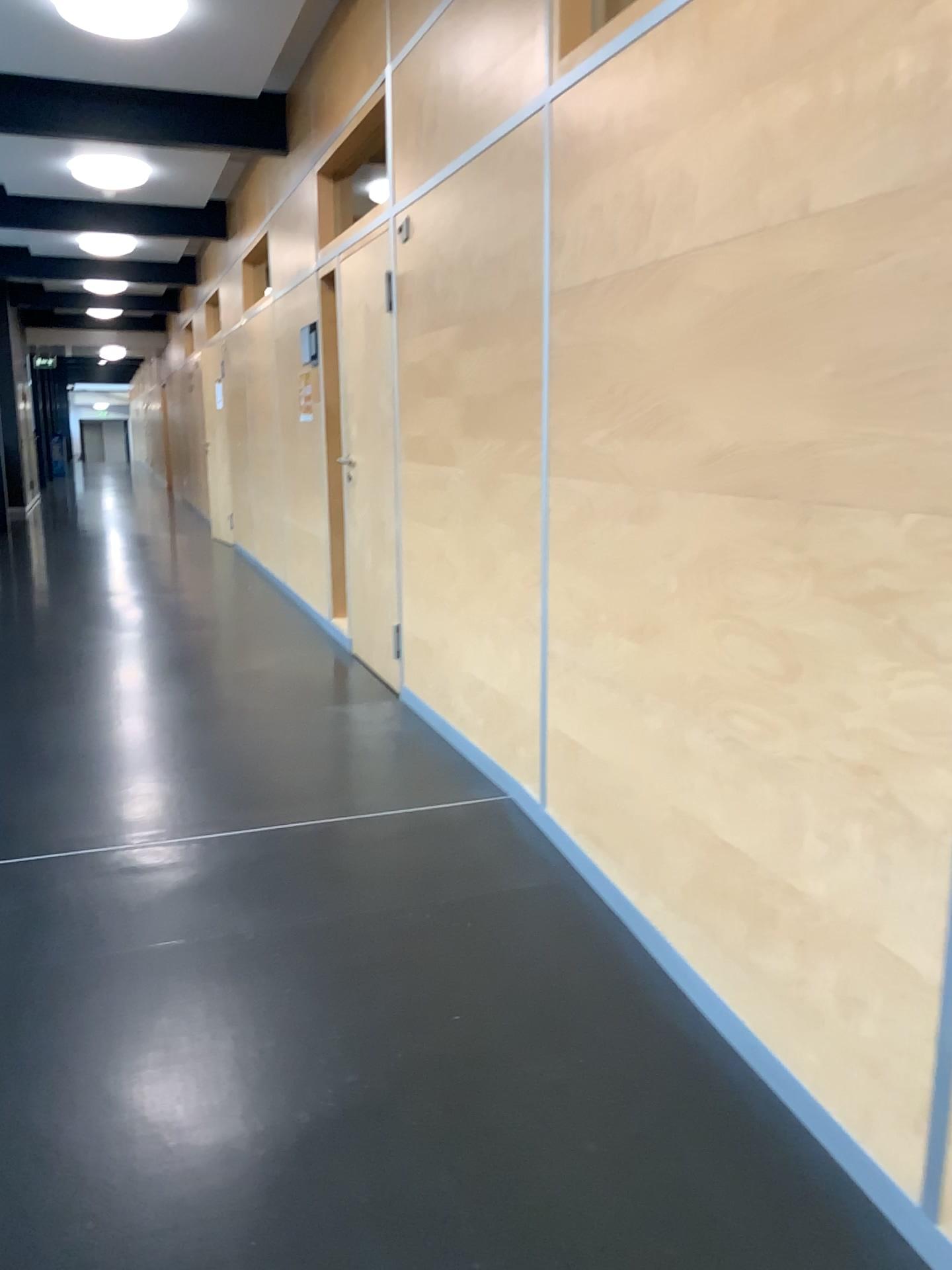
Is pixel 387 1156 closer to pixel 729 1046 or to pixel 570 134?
pixel 729 1046
